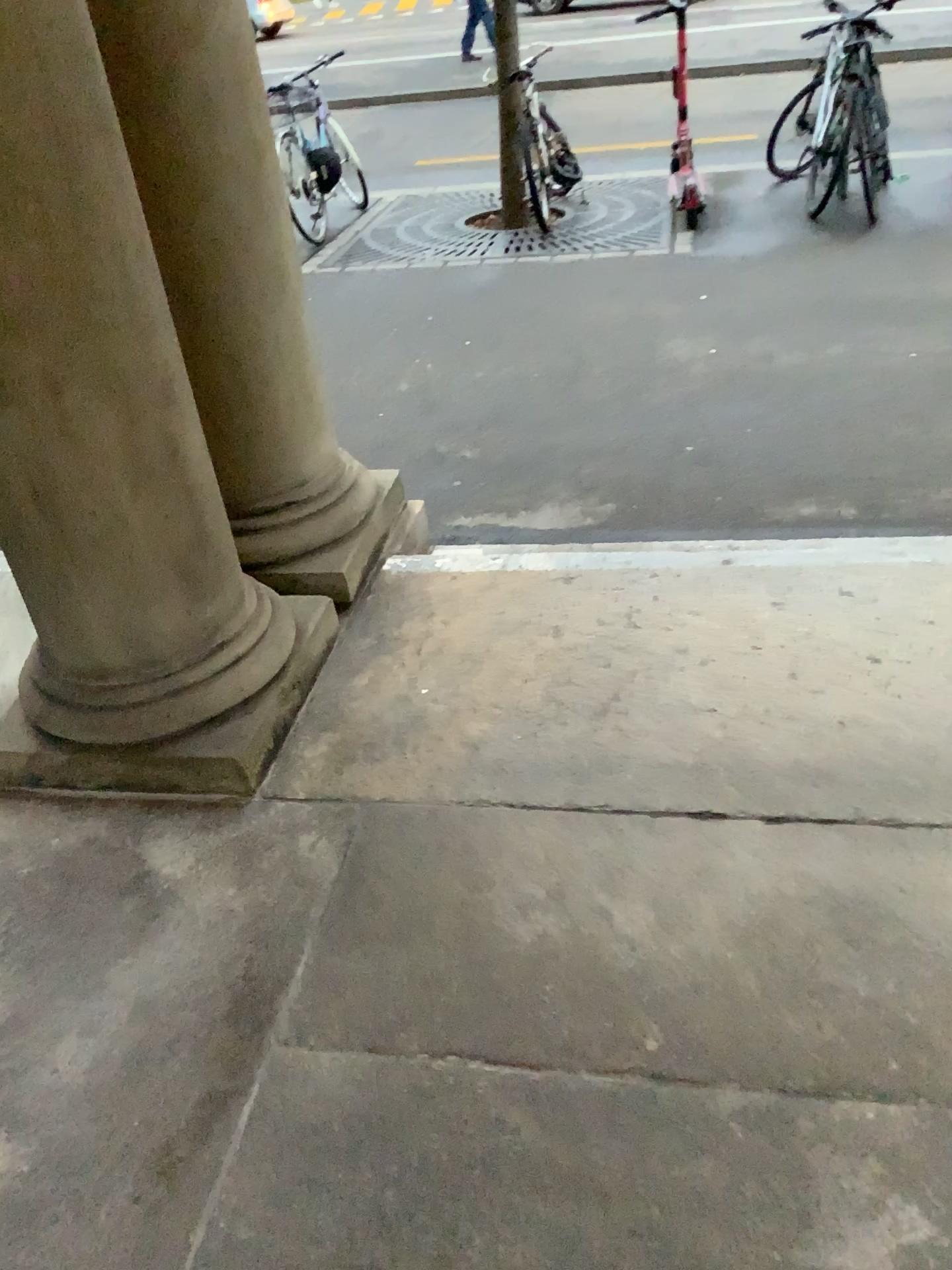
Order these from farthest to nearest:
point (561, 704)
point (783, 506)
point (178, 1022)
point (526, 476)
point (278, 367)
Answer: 1. point (526, 476)
2. point (783, 506)
3. point (278, 367)
4. point (561, 704)
5. point (178, 1022)

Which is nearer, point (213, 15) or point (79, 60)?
point (79, 60)

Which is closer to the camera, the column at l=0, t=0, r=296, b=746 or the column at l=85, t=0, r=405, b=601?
the column at l=0, t=0, r=296, b=746
